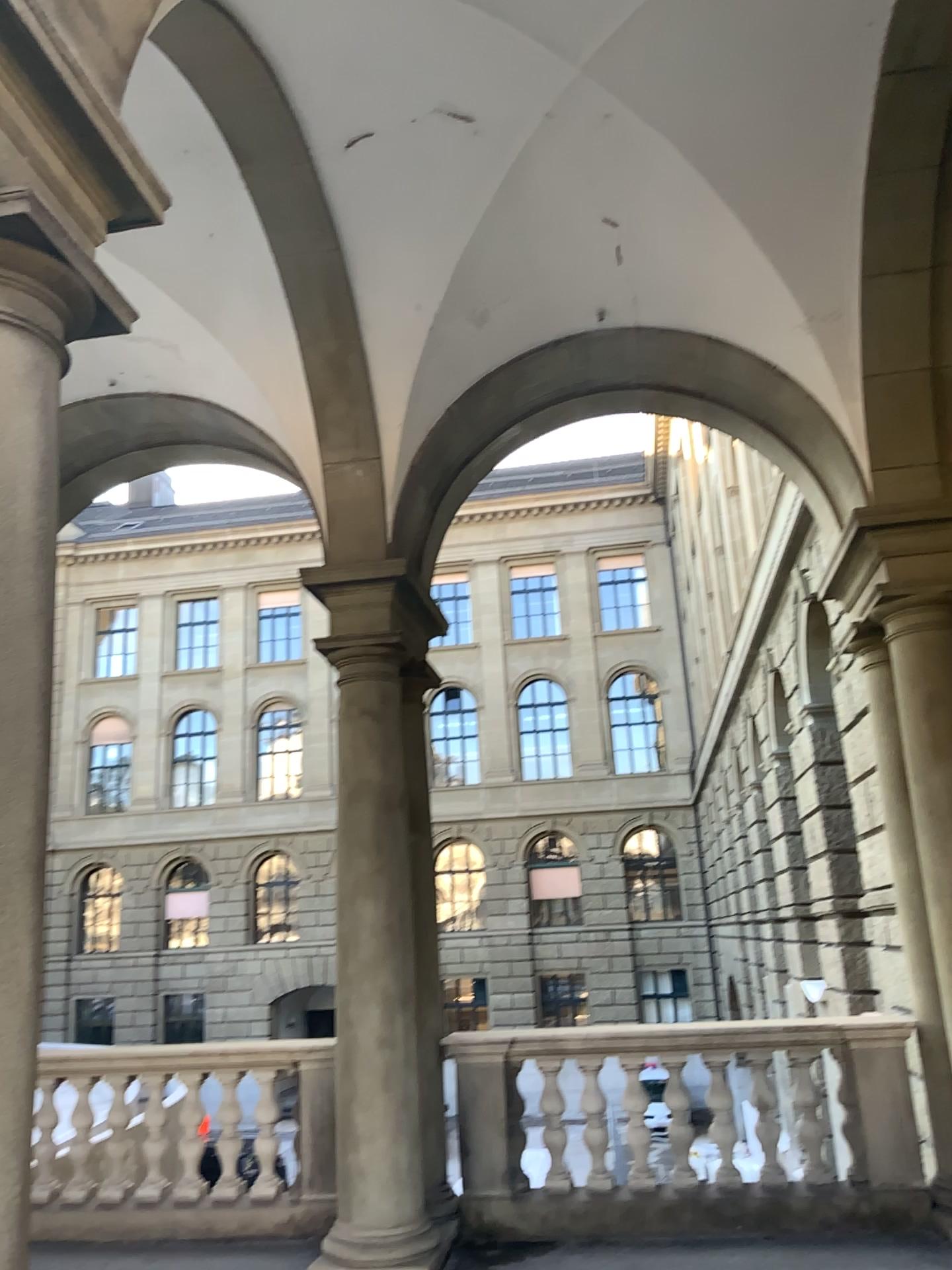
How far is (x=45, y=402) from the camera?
2.4m
